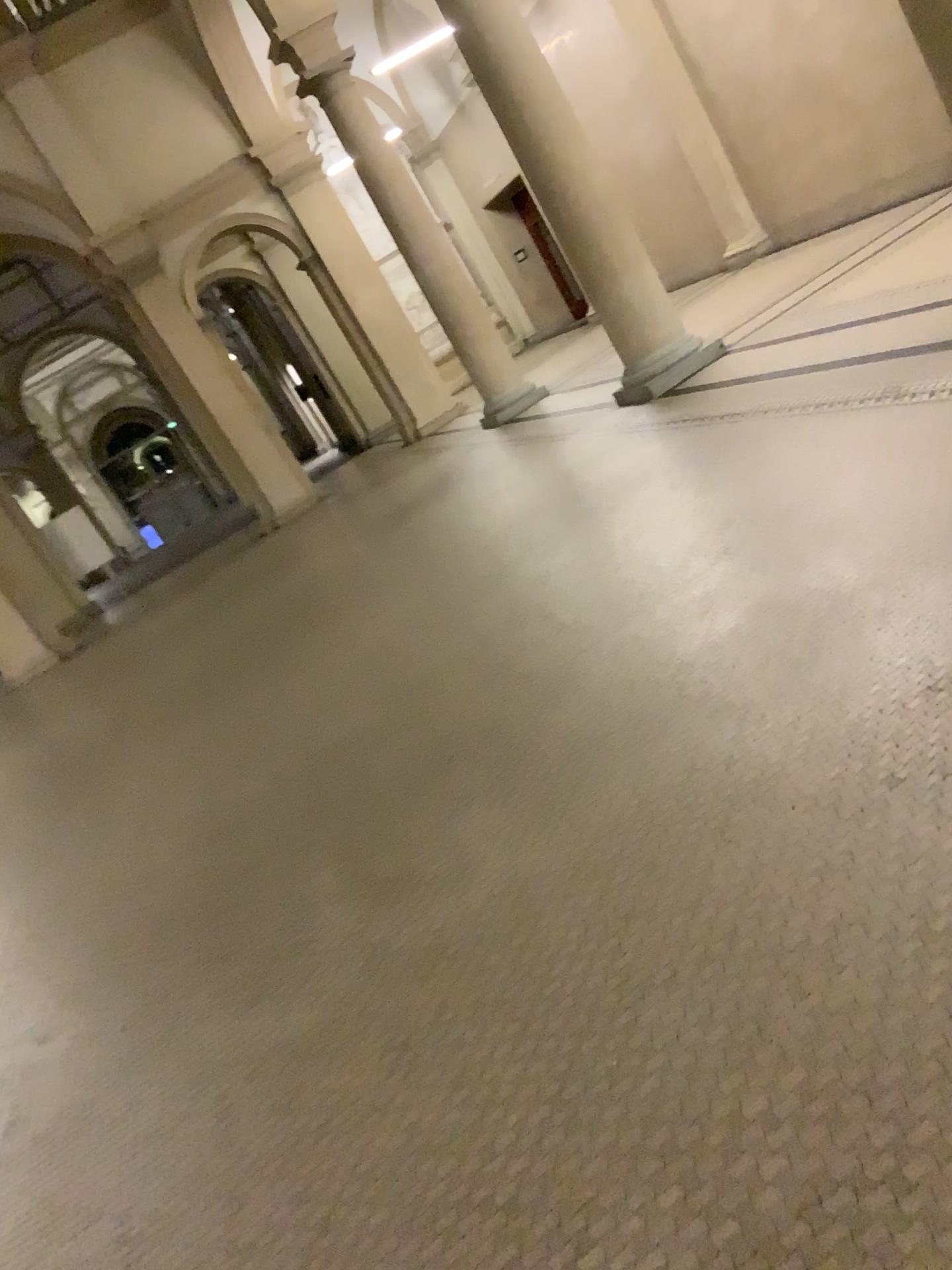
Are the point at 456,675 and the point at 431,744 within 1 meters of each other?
yes
